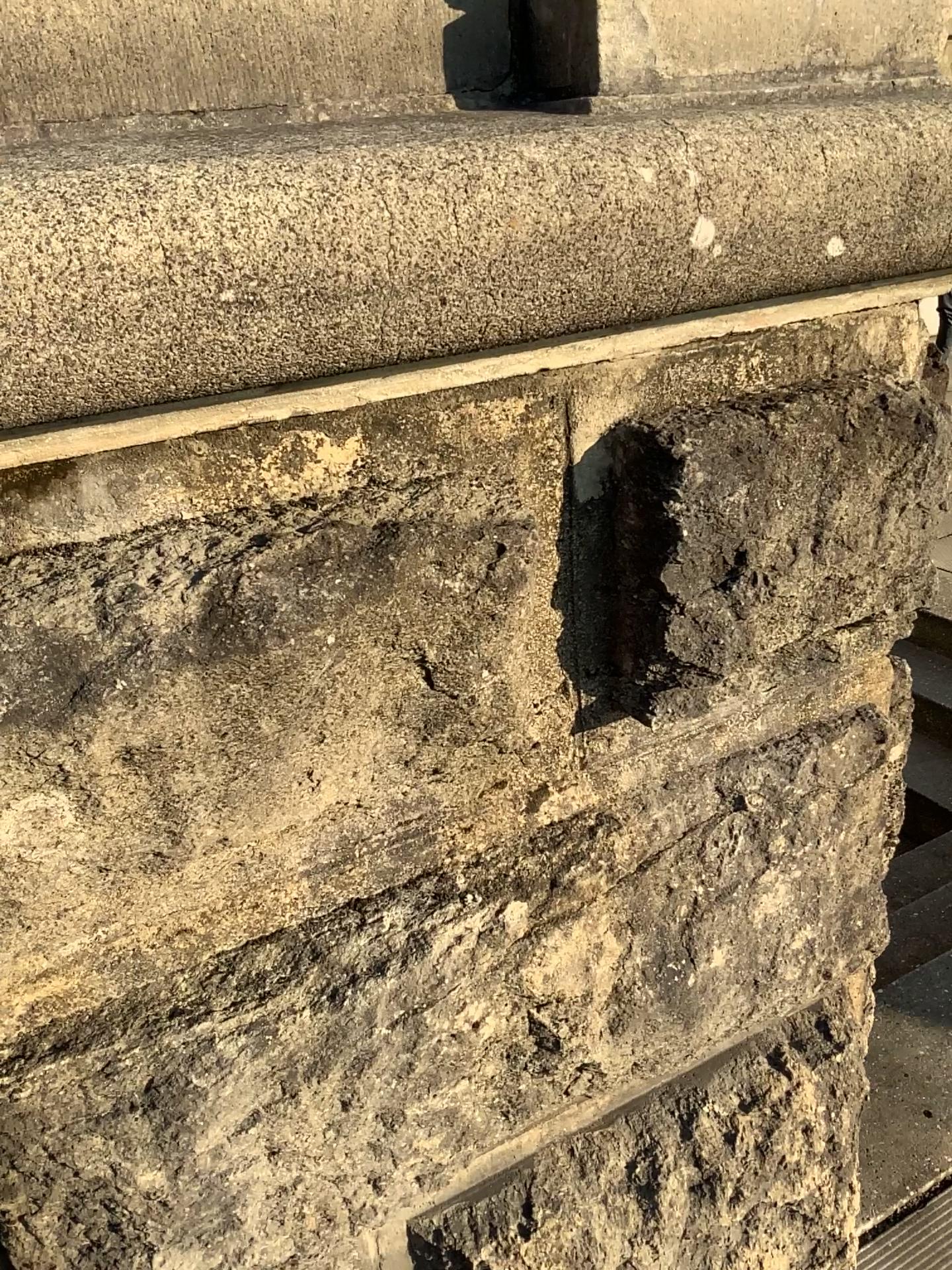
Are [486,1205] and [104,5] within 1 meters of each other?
no

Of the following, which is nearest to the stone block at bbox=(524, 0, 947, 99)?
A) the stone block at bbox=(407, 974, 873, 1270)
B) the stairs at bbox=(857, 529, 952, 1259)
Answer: the stone block at bbox=(407, 974, 873, 1270)

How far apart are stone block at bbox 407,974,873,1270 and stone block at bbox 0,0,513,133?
1.2 meters

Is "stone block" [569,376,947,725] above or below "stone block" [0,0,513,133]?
below

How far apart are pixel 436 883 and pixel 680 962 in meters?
0.3

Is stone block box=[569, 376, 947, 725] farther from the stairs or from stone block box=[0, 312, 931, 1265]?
the stairs

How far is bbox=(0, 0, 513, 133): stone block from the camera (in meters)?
0.80

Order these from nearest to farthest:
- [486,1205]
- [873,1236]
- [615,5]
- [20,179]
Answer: [20,179] < [615,5] < [486,1205] < [873,1236]

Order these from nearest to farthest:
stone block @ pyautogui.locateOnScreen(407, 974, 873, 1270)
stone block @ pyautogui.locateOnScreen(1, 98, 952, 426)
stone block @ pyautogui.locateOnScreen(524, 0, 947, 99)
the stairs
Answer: stone block @ pyautogui.locateOnScreen(1, 98, 952, 426), stone block @ pyautogui.locateOnScreen(524, 0, 947, 99), stone block @ pyautogui.locateOnScreen(407, 974, 873, 1270), the stairs

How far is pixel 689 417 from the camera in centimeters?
98cm
